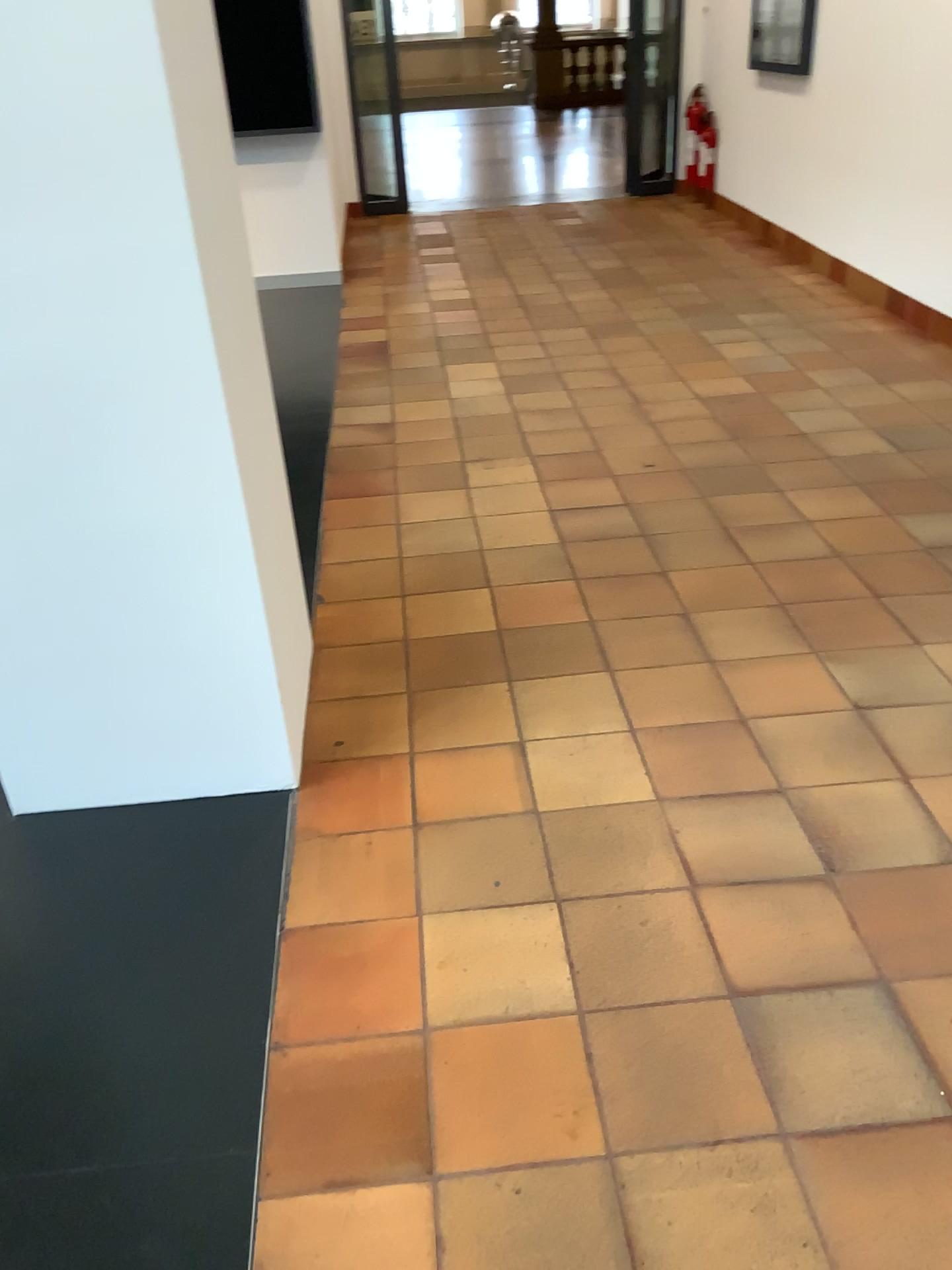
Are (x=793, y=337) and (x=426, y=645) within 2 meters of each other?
no
